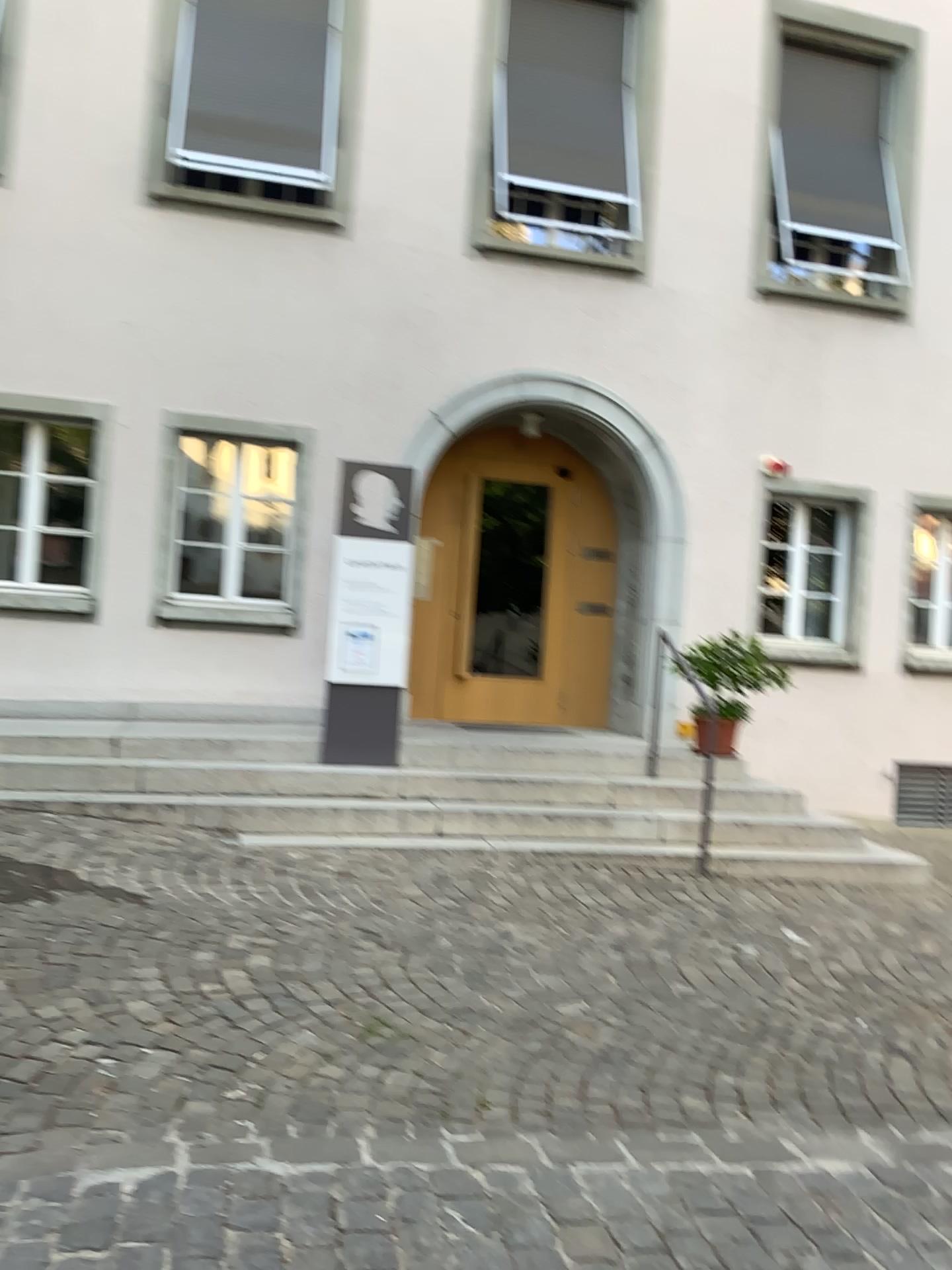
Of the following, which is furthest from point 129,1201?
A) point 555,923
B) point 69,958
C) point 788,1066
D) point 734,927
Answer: point 734,927
